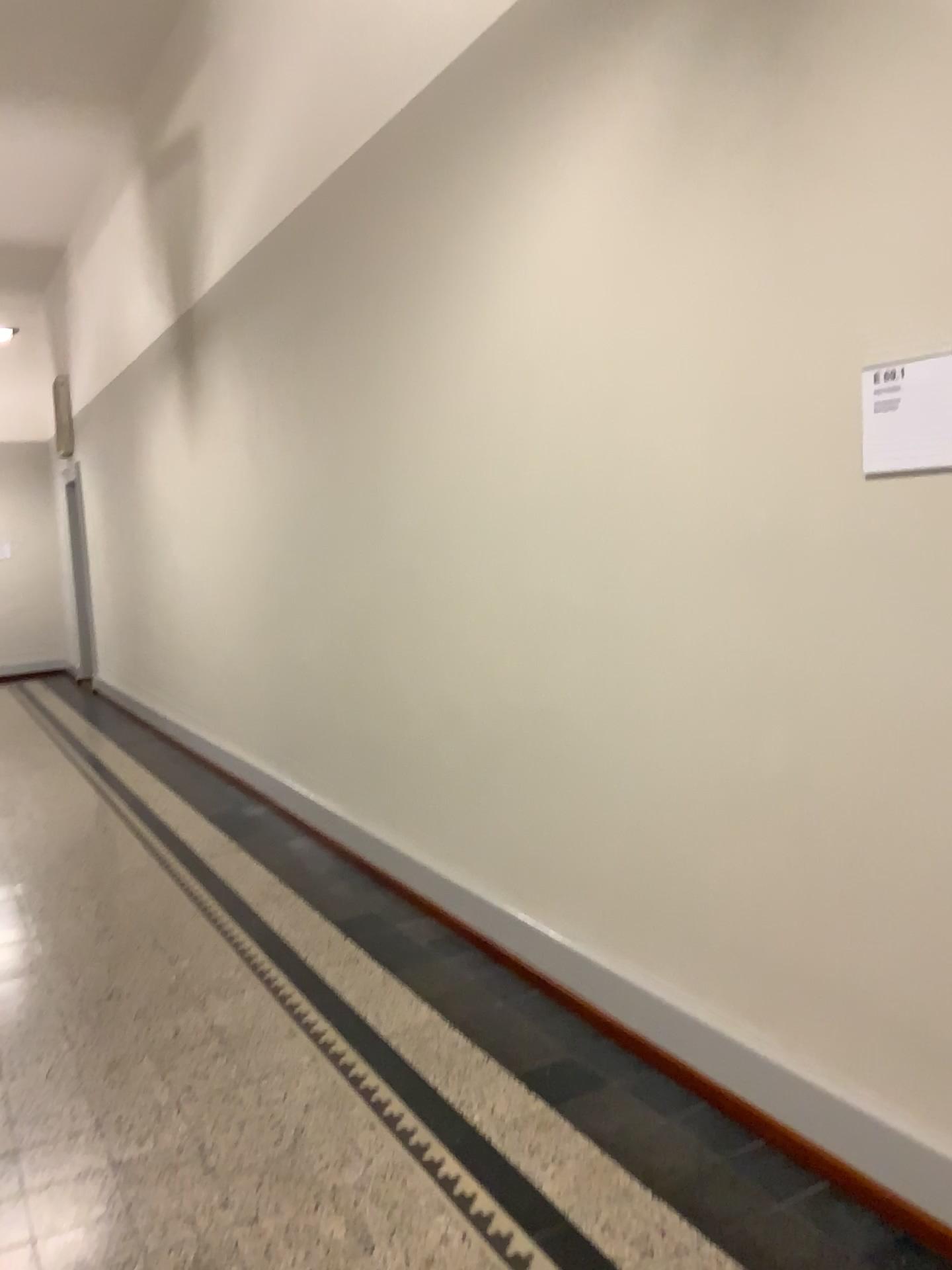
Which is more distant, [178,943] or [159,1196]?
[178,943]

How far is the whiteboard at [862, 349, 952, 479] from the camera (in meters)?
1.95

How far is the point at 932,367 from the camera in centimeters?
195cm
